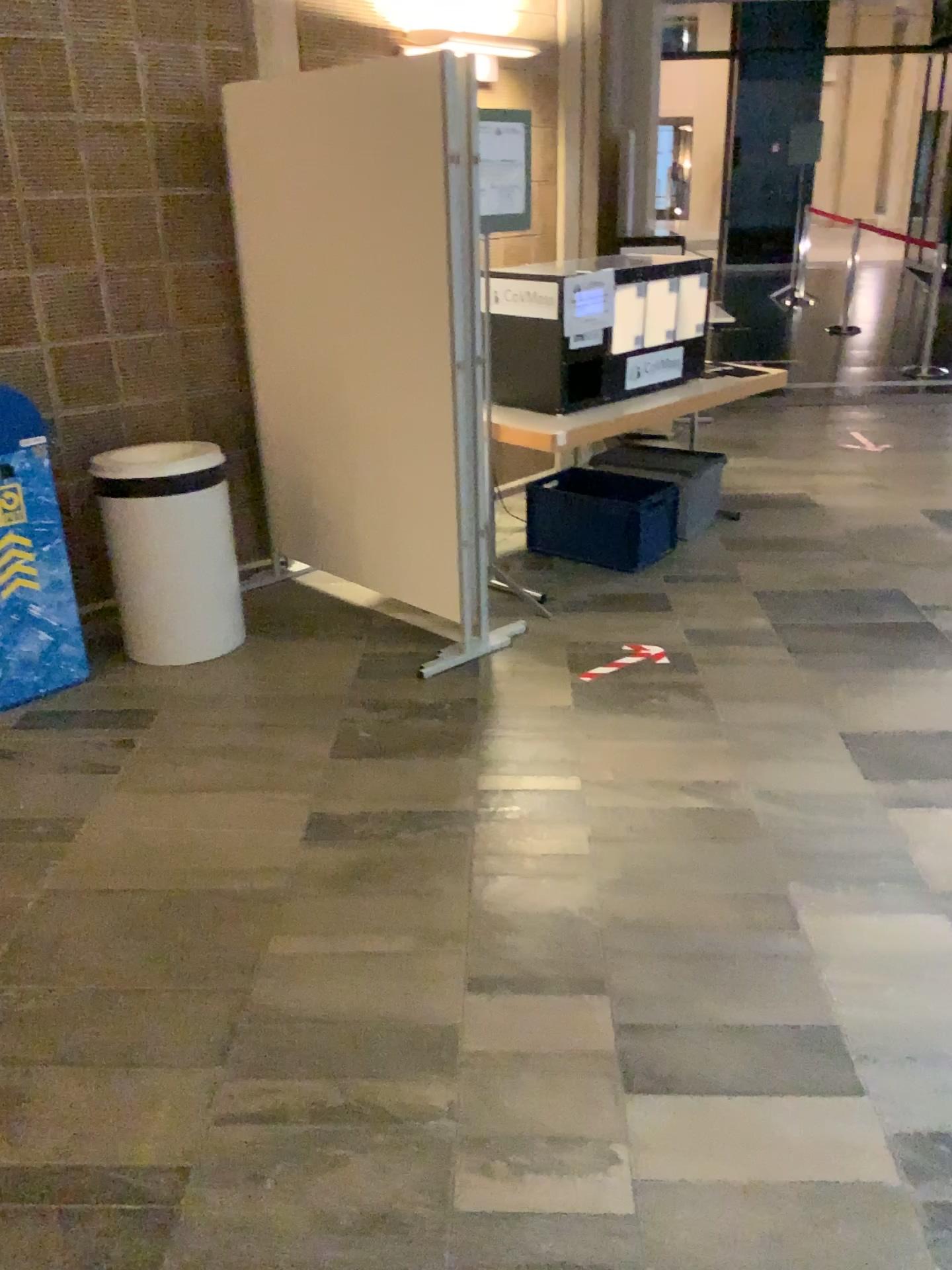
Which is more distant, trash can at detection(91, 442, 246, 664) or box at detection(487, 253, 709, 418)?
box at detection(487, 253, 709, 418)

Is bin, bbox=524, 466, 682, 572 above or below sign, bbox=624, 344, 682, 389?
below

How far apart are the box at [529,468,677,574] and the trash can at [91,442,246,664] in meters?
1.4

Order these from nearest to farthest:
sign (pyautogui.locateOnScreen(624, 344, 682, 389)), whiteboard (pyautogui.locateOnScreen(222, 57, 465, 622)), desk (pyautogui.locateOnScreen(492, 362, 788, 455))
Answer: whiteboard (pyautogui.locateOnScreen(222, 57, 465, 622))
desk (pyautogui.locateOnScreen(492, 362, 788, 455))
sign (pyautogui.locateOnScreen(624, 344, 682, 389))

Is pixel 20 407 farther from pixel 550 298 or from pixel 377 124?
pixel 550 298

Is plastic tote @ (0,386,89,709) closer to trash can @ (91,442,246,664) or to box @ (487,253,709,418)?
trash can @ (91,442,246,664)

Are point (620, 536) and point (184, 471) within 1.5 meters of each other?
no

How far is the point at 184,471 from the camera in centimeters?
364cm

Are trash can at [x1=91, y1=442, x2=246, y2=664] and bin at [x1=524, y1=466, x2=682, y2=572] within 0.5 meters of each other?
no

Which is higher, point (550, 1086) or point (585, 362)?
point (585, 362)
